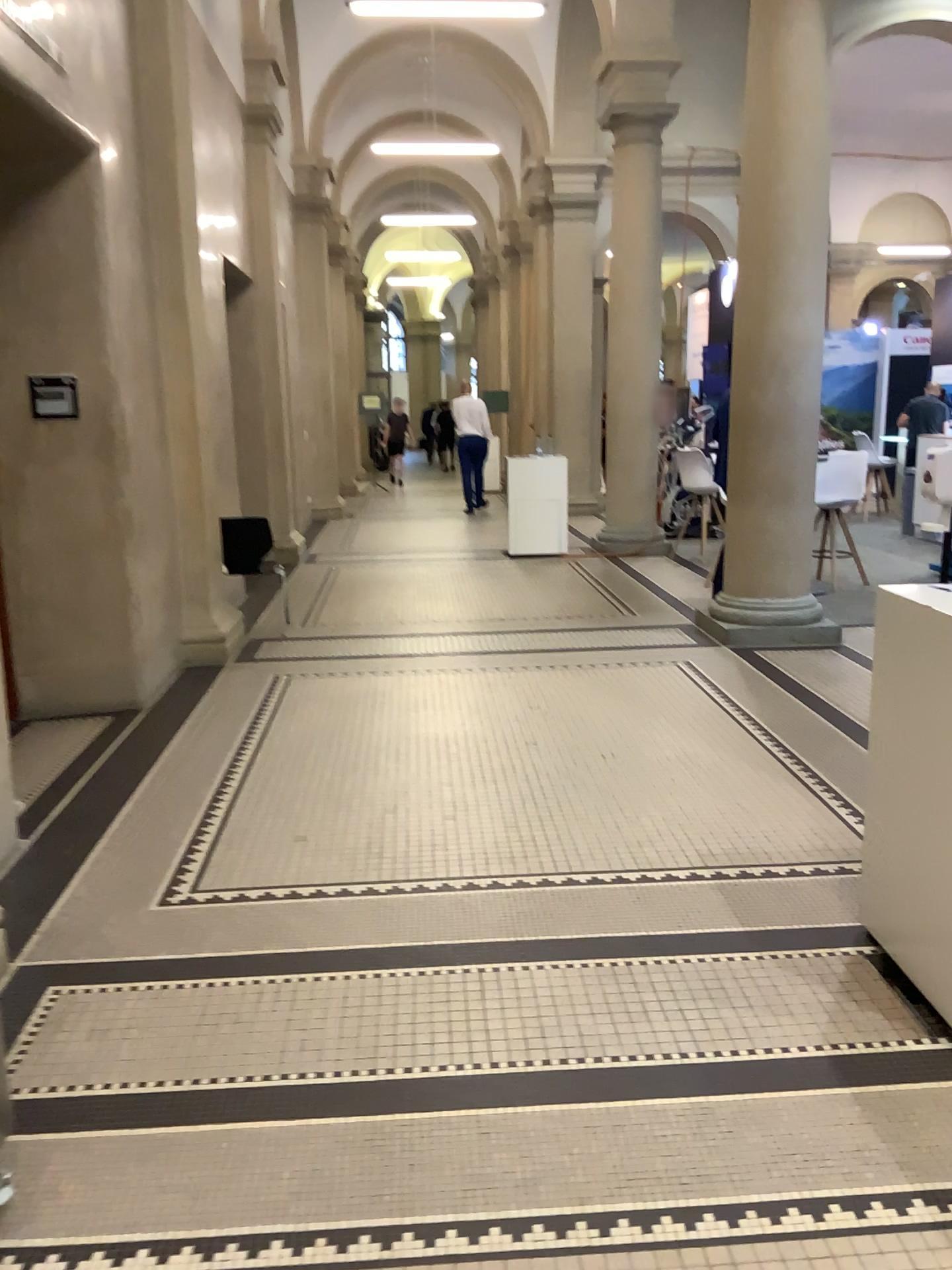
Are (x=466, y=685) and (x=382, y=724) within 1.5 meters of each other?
yes
